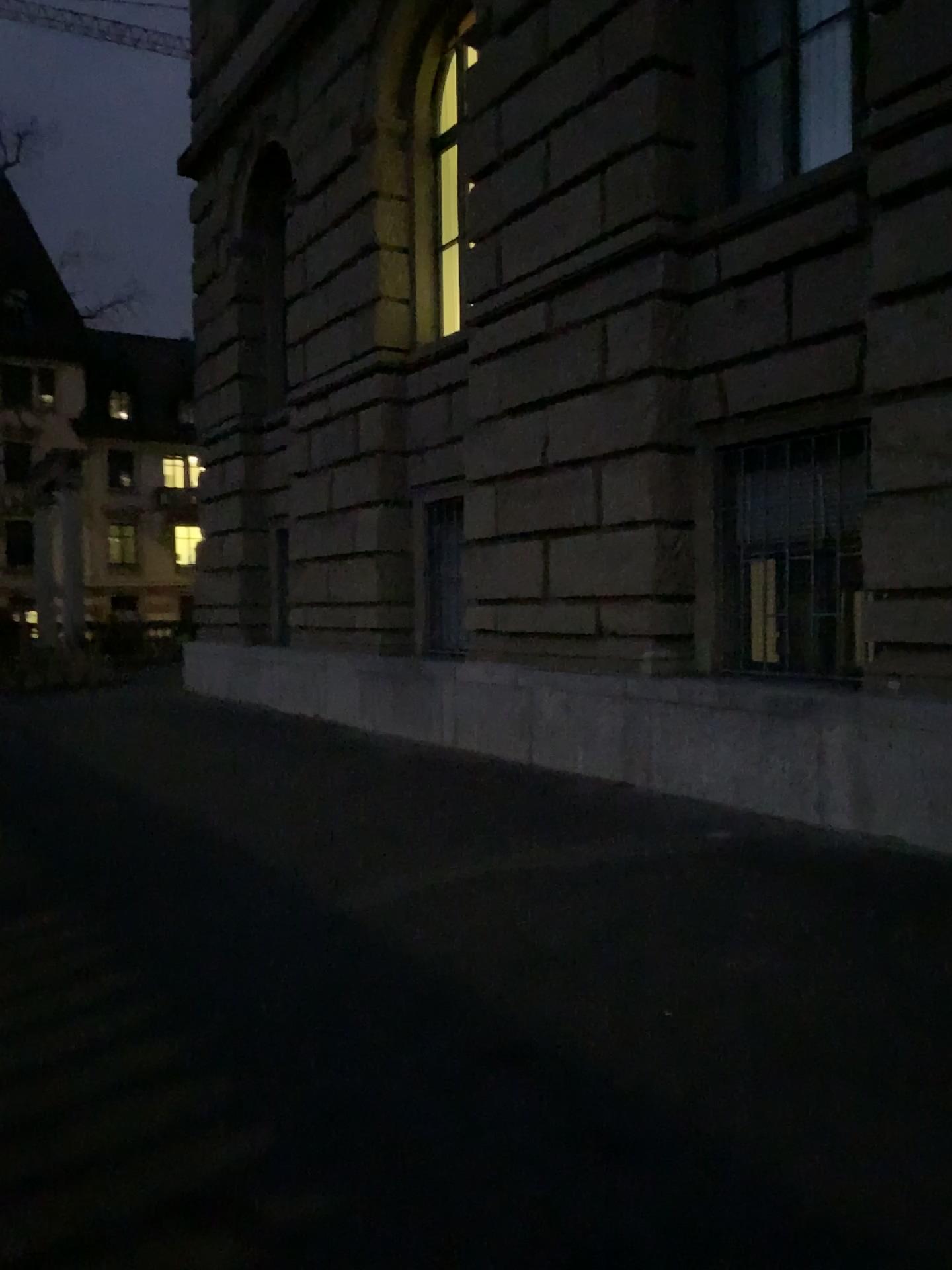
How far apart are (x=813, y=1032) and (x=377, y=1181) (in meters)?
1.38
